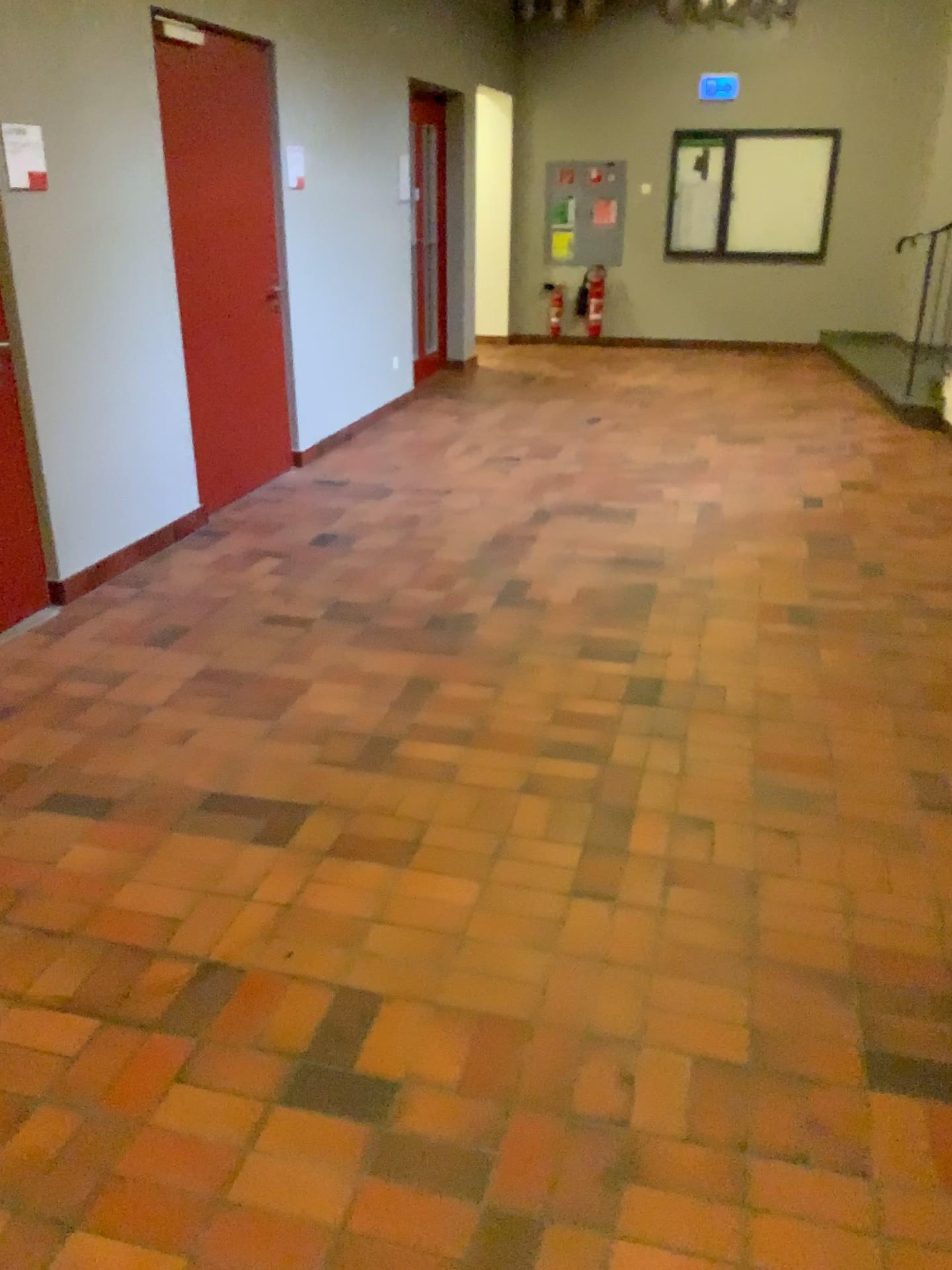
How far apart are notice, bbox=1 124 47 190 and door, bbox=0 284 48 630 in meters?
0.7 m

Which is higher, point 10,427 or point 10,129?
point 10,129

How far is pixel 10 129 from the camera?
3.5 meters

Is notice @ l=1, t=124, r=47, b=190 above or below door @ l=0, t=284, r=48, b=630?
above

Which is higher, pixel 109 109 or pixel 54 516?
pixel 109 109

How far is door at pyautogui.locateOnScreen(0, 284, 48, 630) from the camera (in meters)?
3.74

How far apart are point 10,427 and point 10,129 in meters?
1.0

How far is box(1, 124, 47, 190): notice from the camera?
3.5m
